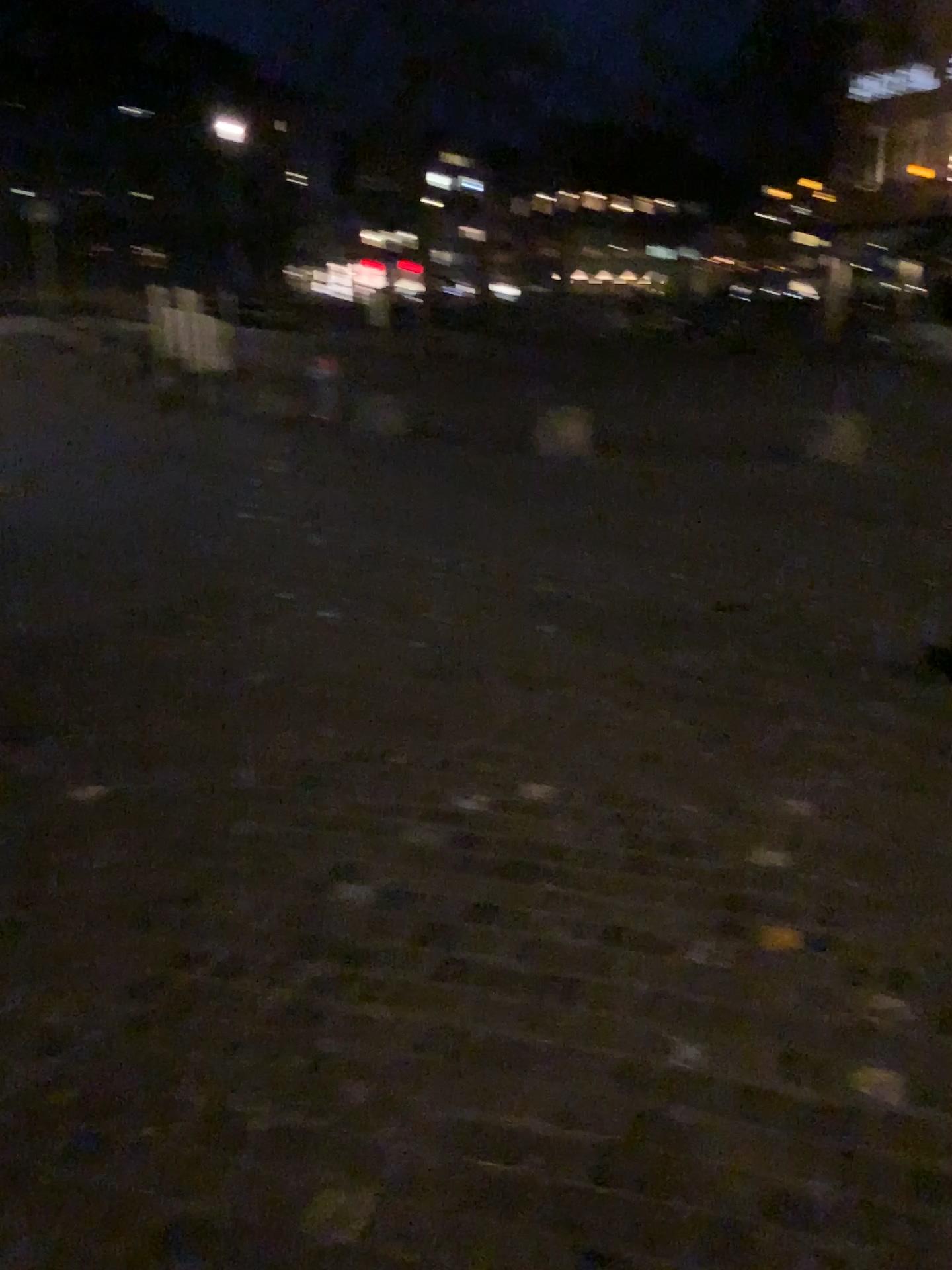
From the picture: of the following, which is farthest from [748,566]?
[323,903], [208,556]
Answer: [323,903]
